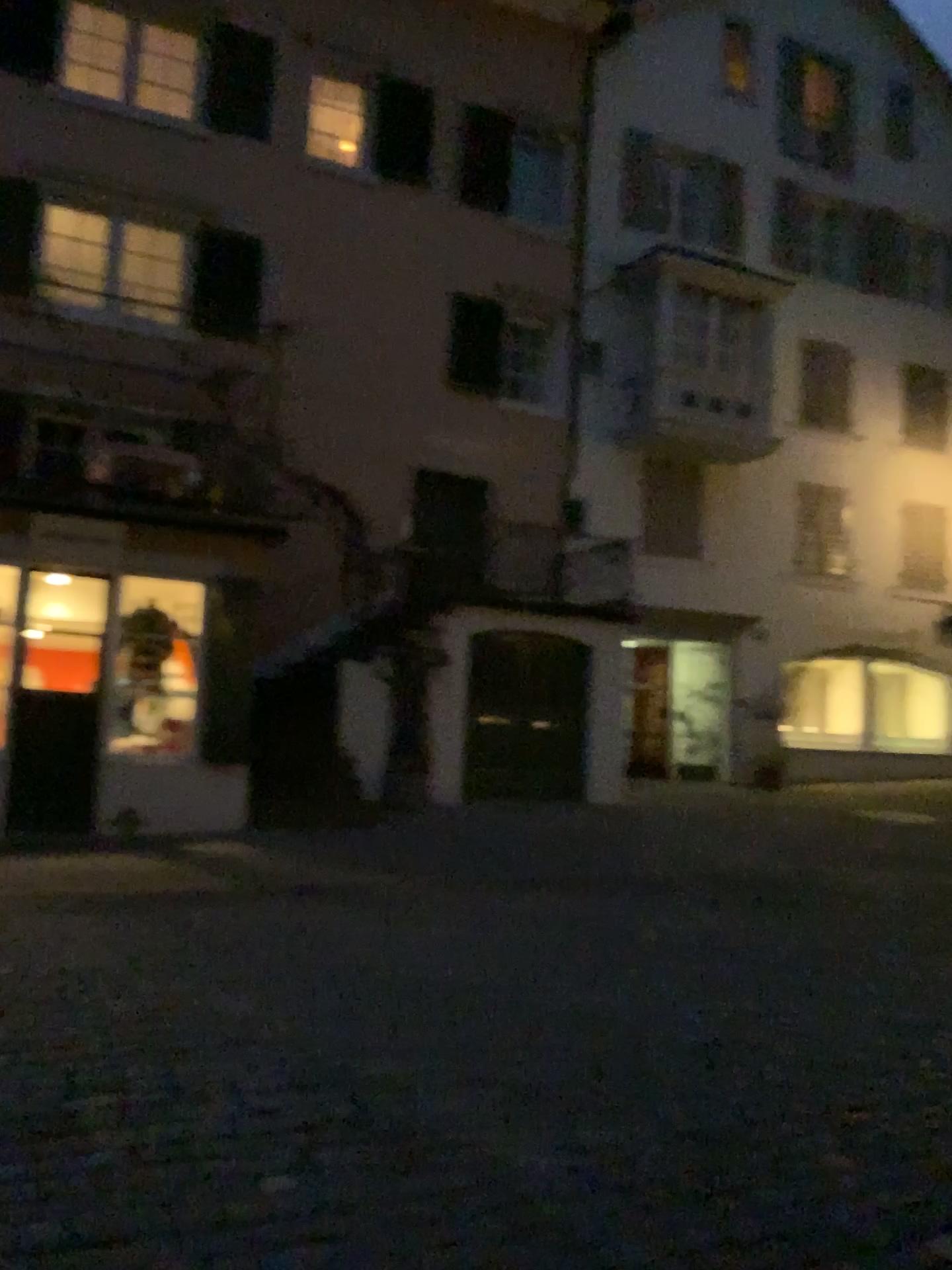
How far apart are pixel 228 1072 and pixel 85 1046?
0.6 meters
